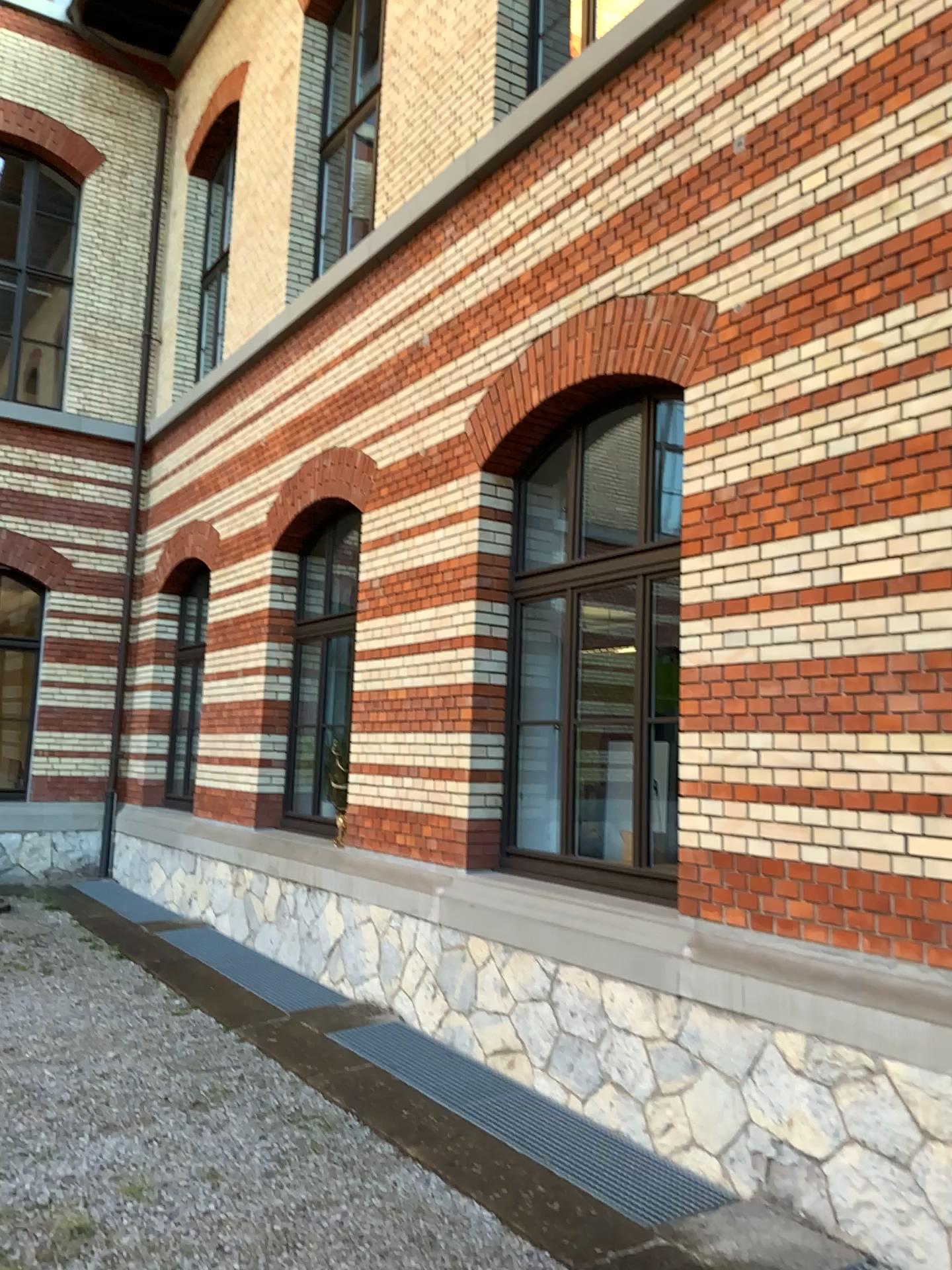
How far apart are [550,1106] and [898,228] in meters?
3.9
